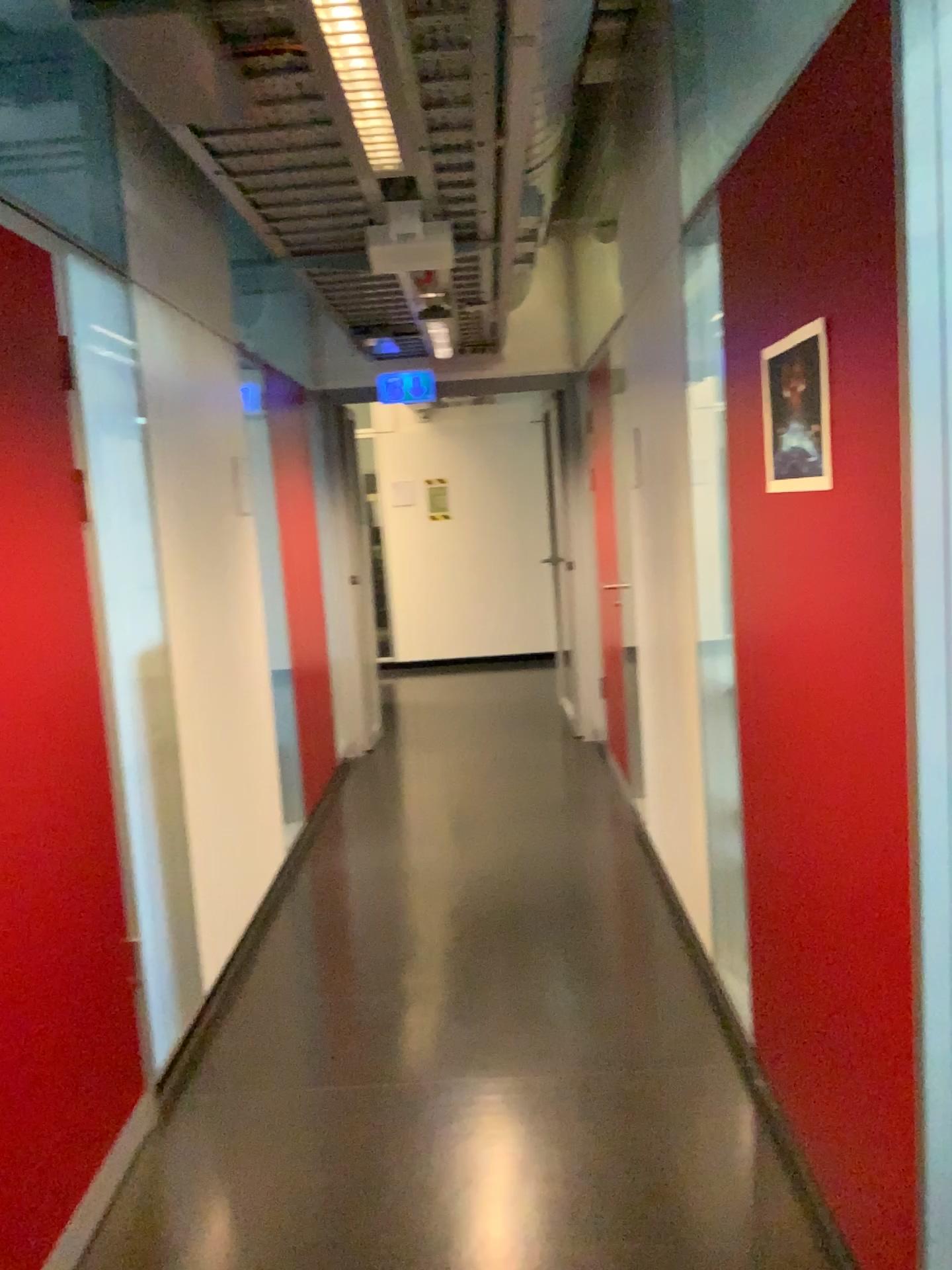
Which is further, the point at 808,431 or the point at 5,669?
the point at 5,669

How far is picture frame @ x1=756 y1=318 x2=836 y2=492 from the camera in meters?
1.7

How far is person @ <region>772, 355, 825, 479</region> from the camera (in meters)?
A: 1.75

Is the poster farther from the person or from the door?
the door

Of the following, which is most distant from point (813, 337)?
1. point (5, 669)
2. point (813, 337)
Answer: point (5, 669)

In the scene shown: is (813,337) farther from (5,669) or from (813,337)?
(5,669)

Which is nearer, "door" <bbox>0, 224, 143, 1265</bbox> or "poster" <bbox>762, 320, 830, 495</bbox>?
"poster" <bbox>762, 320, 830, 495</bbox>

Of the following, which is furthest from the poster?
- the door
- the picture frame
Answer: the door

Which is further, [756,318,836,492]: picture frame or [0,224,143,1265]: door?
[0,224,143,1265]: door

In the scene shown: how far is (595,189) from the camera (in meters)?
3.57
